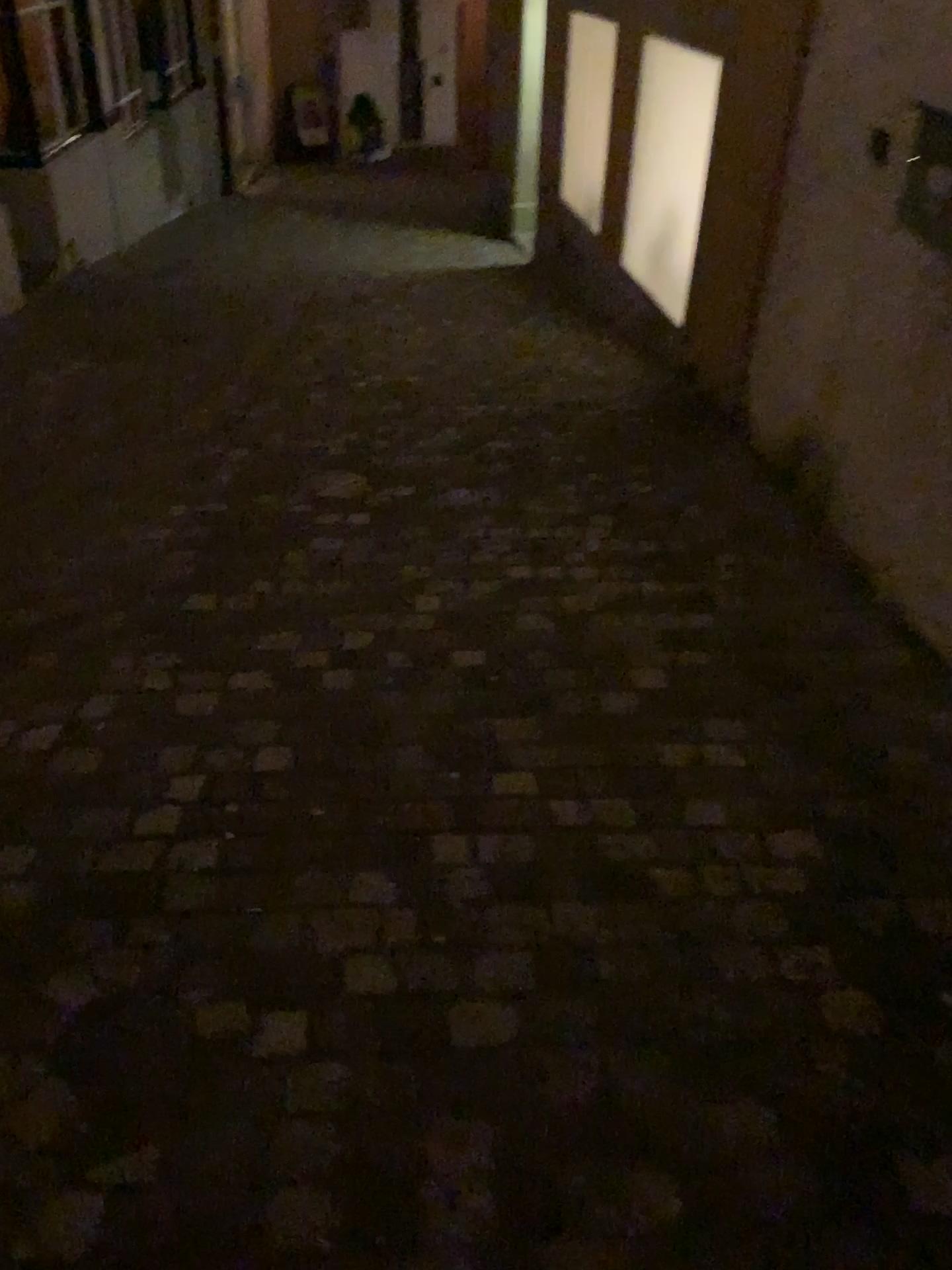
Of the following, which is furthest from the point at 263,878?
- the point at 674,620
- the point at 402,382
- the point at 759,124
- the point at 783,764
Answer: the point at 759,124
